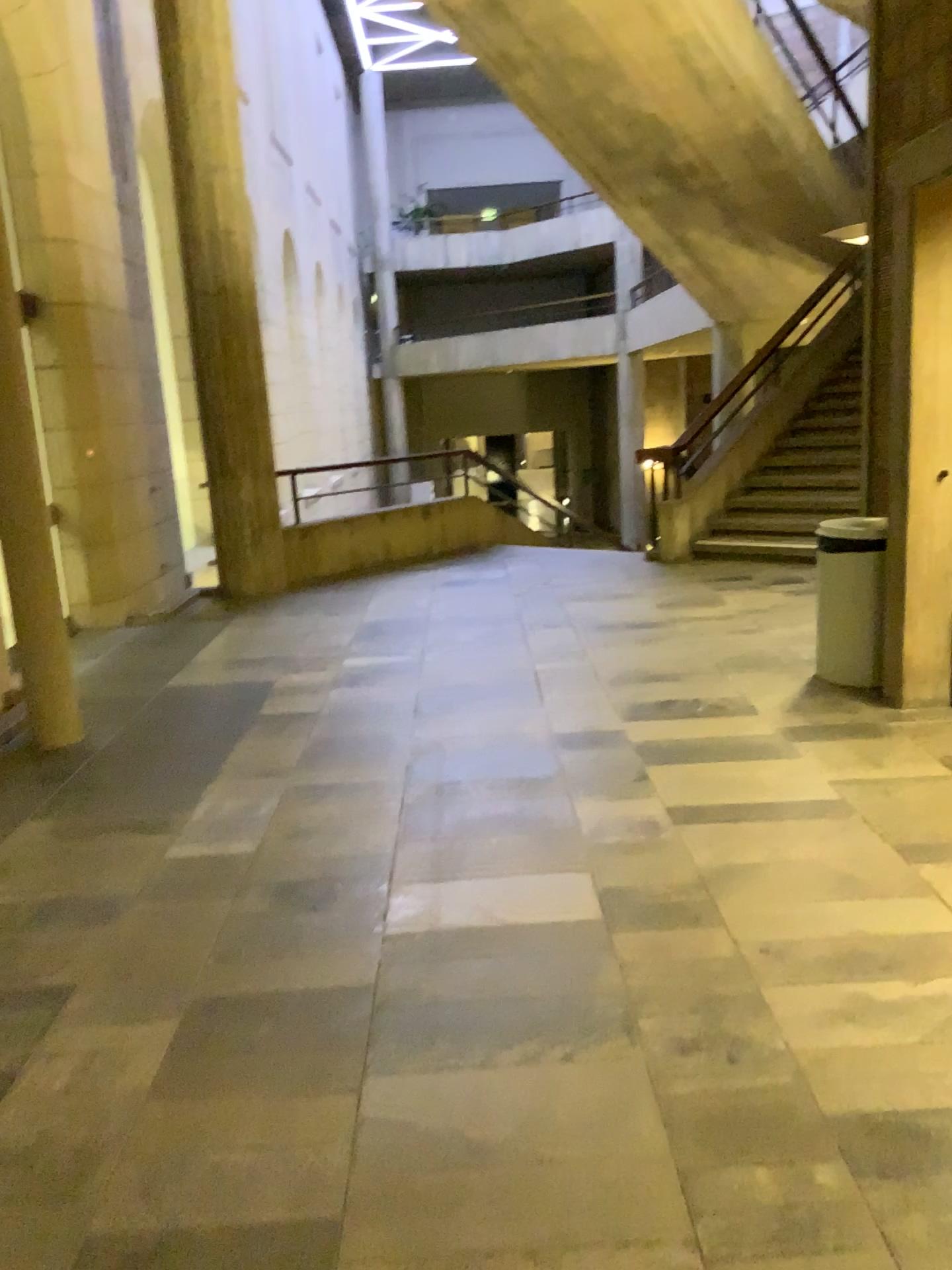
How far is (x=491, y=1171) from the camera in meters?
1.9 m

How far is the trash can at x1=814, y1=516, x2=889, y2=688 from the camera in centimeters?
465cm

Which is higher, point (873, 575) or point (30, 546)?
point (30, 546)

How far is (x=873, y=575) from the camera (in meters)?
4.64
